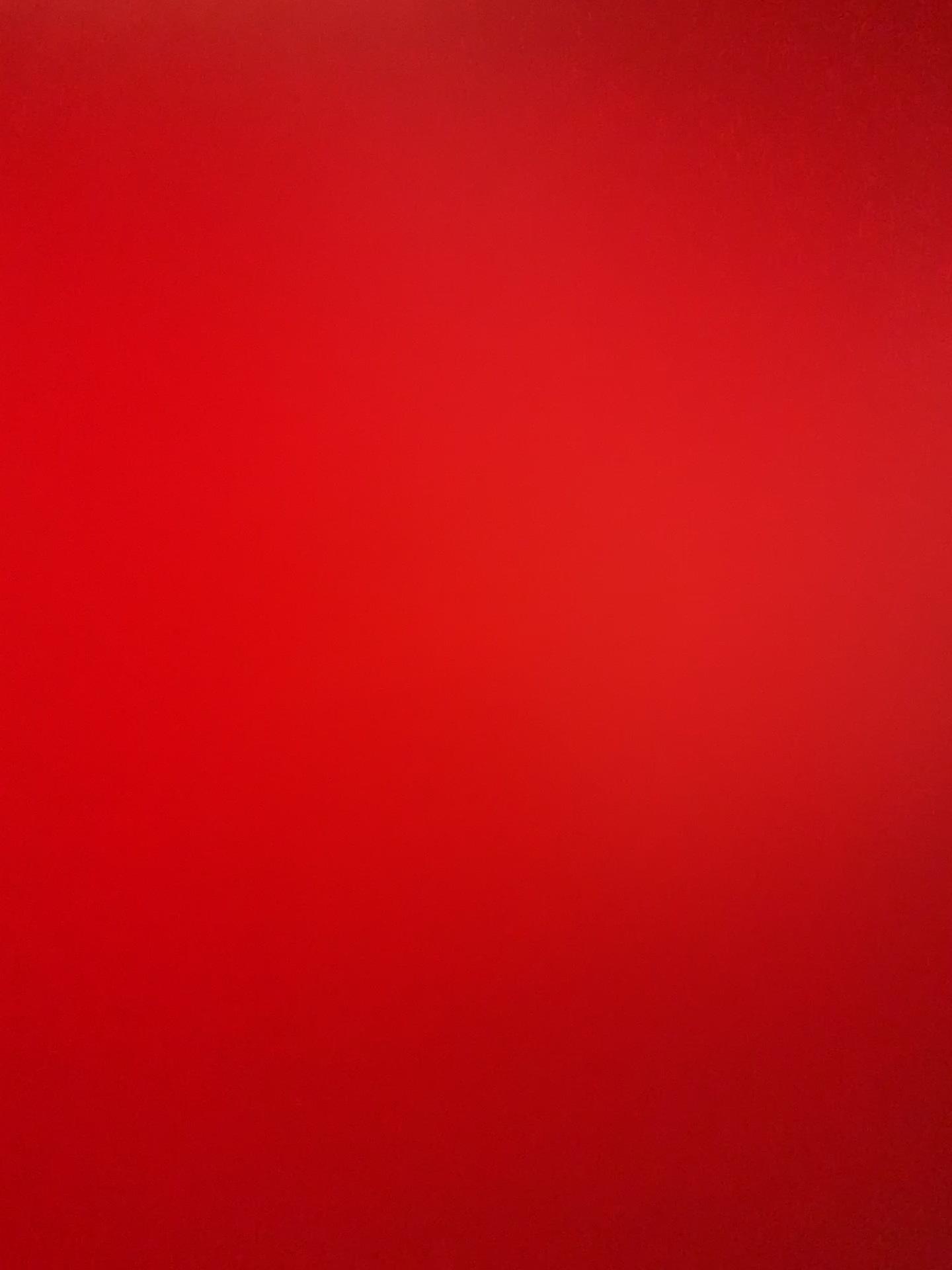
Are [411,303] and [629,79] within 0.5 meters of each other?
yes
